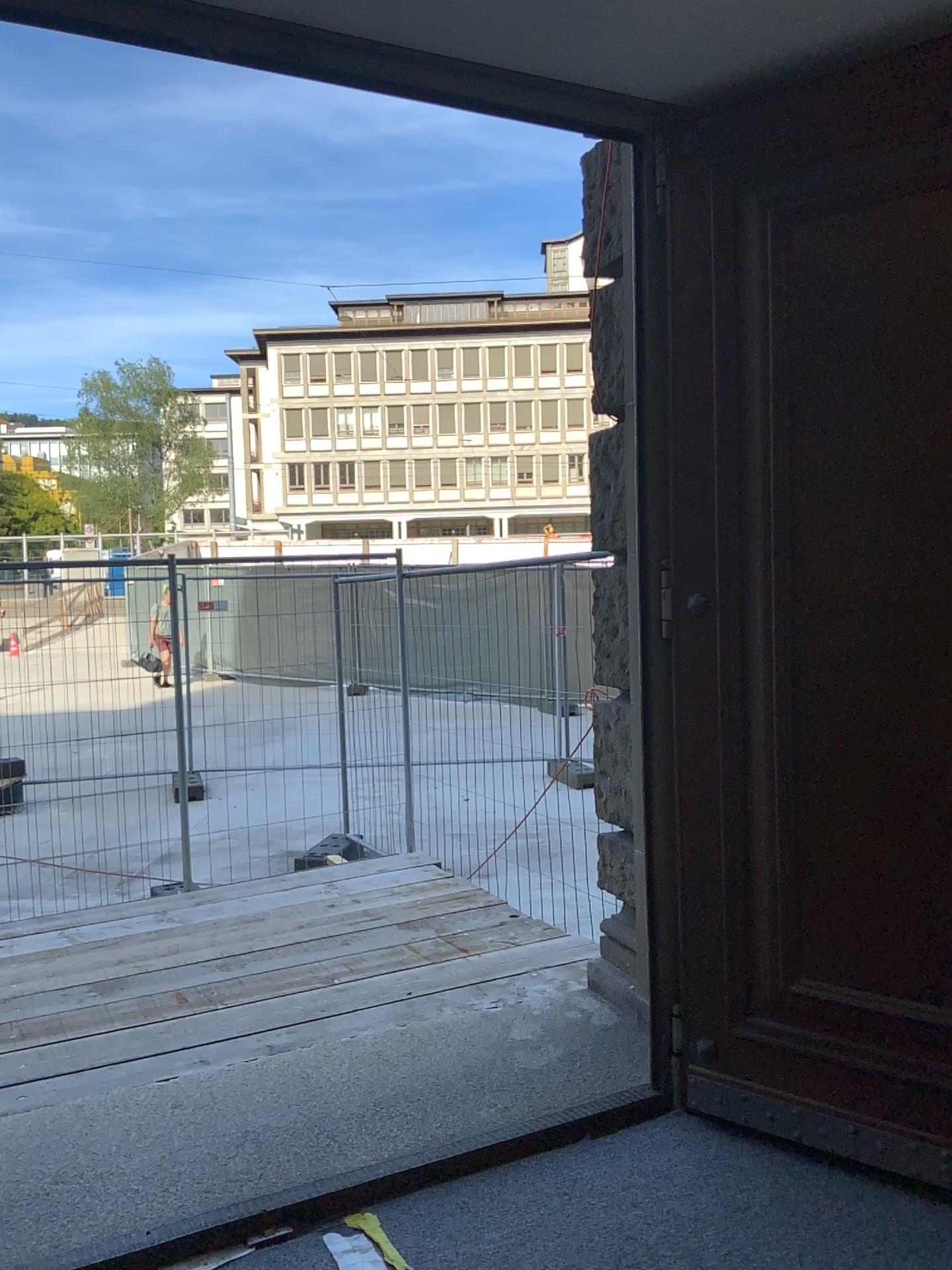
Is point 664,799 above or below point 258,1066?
above
